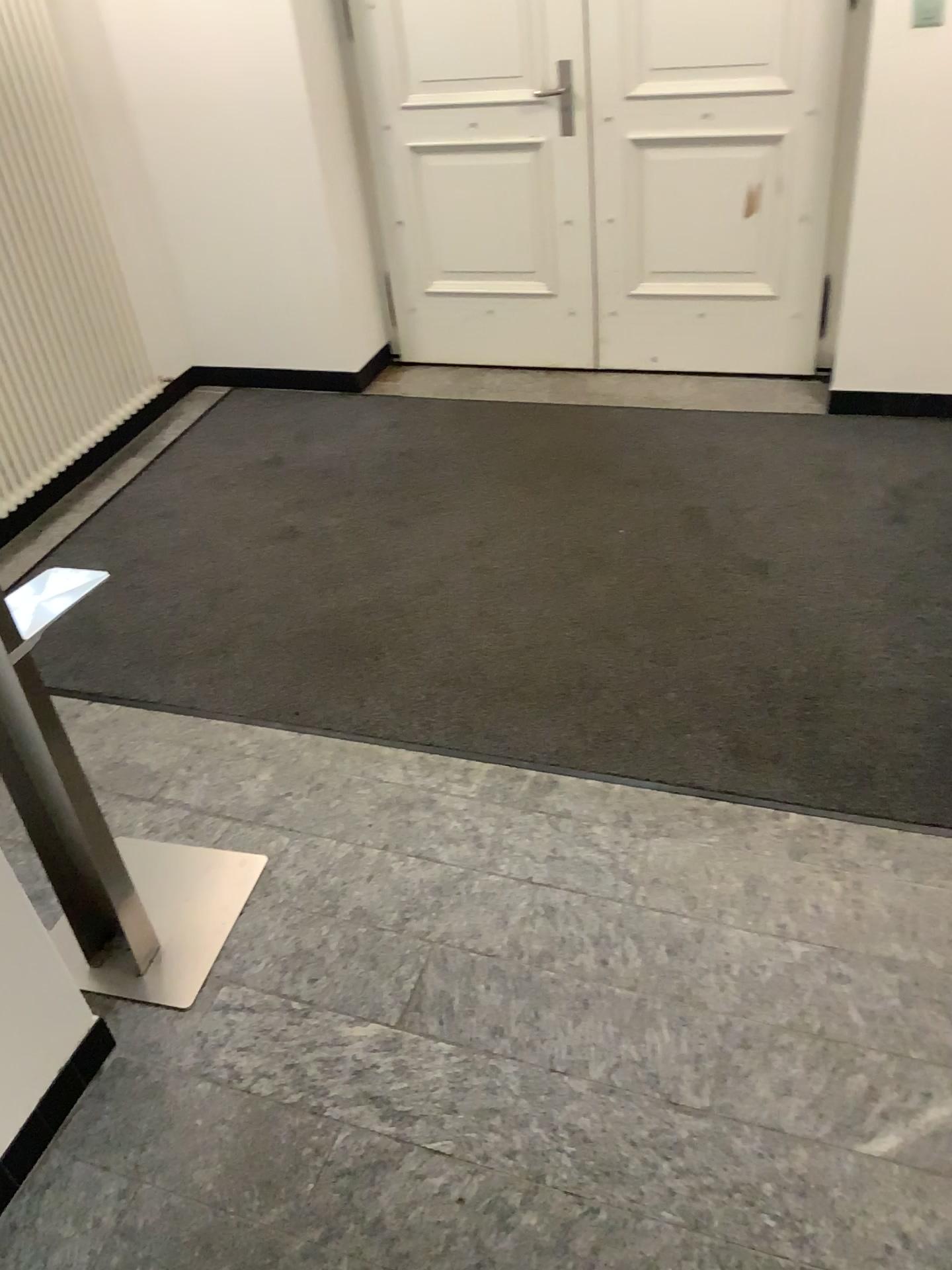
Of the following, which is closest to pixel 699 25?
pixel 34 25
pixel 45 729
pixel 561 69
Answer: pixel 561 69

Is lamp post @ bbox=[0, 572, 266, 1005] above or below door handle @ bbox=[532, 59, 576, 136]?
below

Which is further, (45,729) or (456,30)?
(456,30)

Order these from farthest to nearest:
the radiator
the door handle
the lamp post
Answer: the door handle → the radiator → the lamp post

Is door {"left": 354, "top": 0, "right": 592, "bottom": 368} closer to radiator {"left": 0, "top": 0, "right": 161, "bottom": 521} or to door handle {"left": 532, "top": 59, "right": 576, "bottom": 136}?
door handle {"left": 532, "top": 59, "right": 576, "bottom": 136}

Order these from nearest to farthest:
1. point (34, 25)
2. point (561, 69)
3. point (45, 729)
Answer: point (45, 729) < point (34, 25) < point (561, 69)

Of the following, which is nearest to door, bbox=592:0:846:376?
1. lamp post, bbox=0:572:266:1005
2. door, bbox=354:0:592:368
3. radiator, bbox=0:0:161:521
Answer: door, bbox=354:0:592:368

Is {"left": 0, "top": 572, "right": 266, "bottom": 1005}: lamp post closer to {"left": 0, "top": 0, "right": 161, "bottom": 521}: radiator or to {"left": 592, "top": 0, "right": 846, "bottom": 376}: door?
{"left": 0, "top": 0, "right": 161, "bottom": 521}: radiator

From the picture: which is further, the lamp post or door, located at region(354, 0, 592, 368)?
door, located at region(354, 0, 592, 368)

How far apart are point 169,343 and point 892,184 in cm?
286
